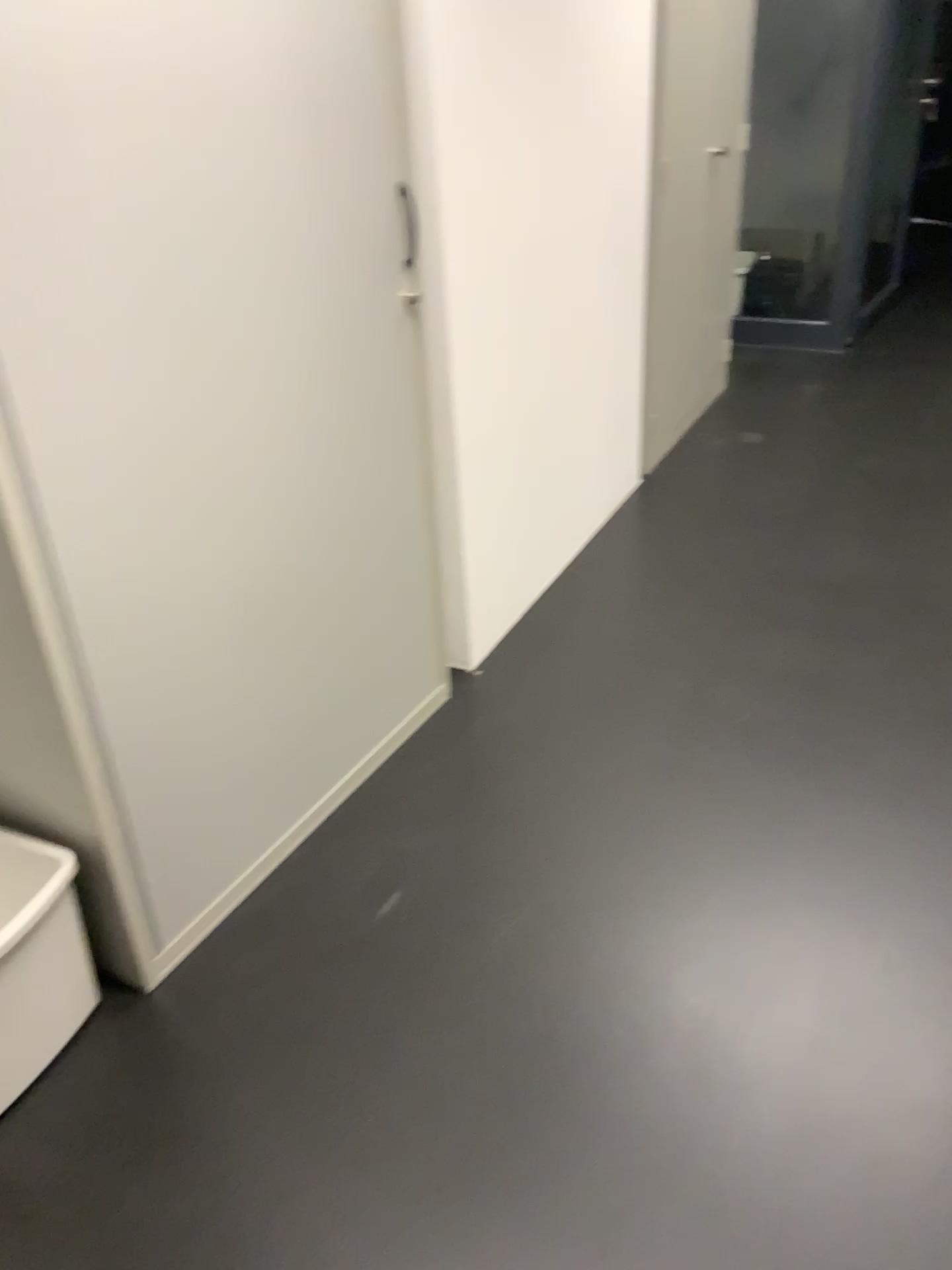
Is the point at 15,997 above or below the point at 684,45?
below

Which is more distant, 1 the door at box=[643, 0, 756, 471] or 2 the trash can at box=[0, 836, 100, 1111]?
1 the door at box=[643, 0, 756, 471]

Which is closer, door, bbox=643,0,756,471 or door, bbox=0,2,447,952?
door, bbox=0,2,447,952

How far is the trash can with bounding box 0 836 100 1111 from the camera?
1.58m

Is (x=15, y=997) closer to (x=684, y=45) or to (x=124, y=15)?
(x=124, y=15)

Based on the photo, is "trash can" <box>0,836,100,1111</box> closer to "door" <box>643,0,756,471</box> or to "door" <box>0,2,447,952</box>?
"door" <box>0,2,447,952</box>

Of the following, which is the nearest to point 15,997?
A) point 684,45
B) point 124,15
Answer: point 124,15

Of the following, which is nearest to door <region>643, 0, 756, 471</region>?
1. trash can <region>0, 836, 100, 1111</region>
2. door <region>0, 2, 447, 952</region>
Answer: door <region>0, 2, 447, 952</region>

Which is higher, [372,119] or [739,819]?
[372,119]
